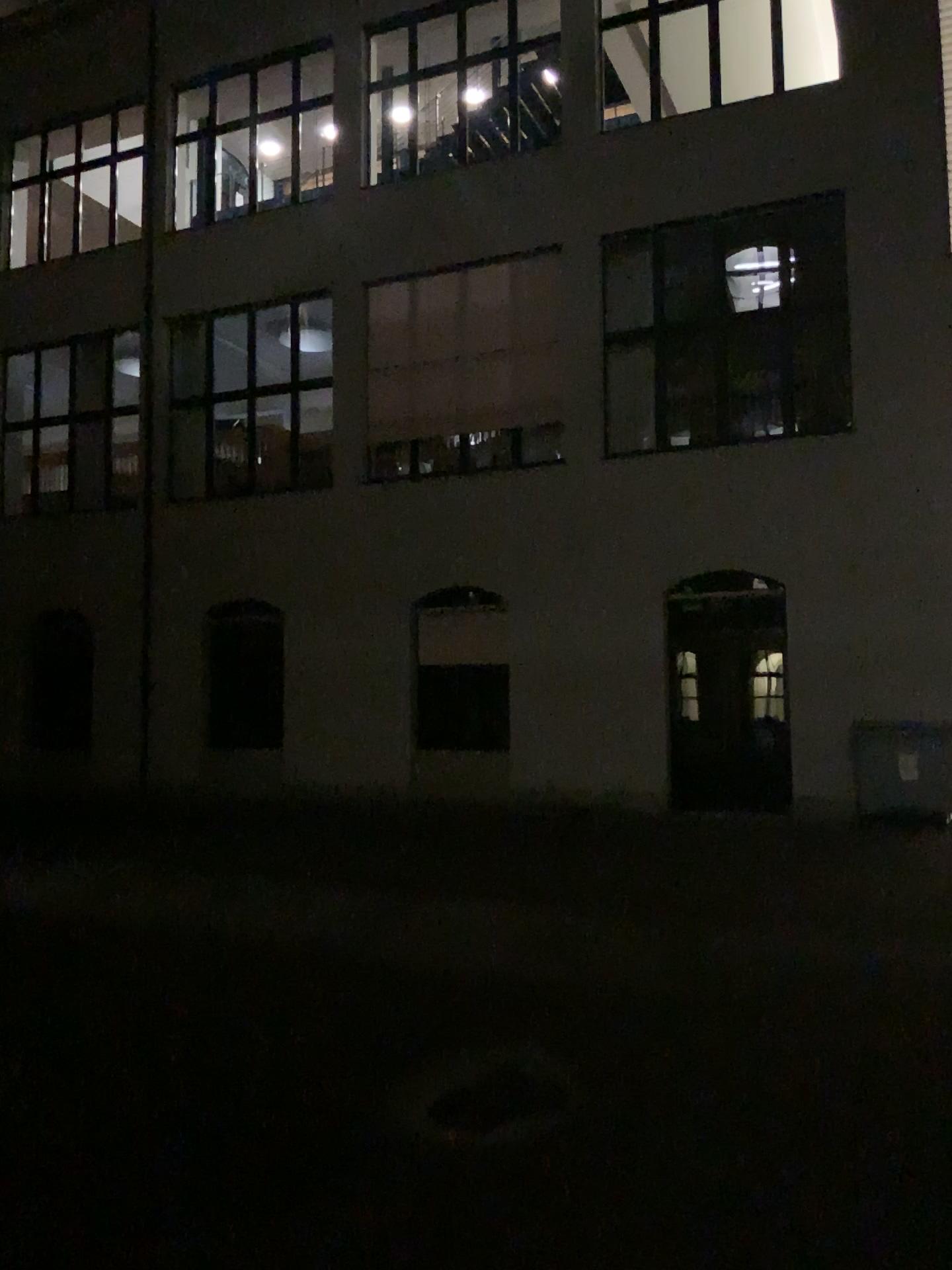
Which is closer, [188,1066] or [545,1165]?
[545,1165]
